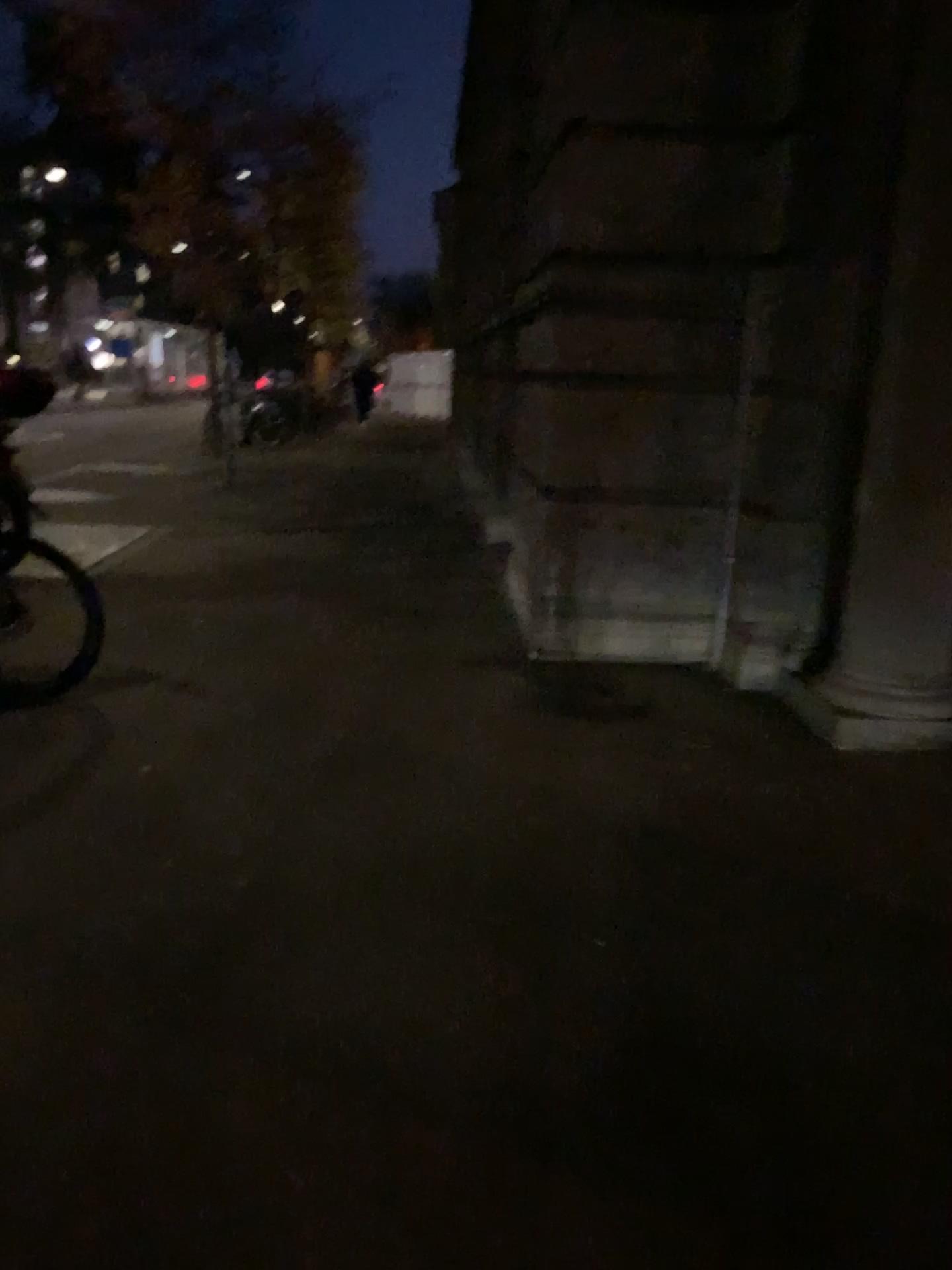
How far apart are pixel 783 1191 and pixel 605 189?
4.0m
